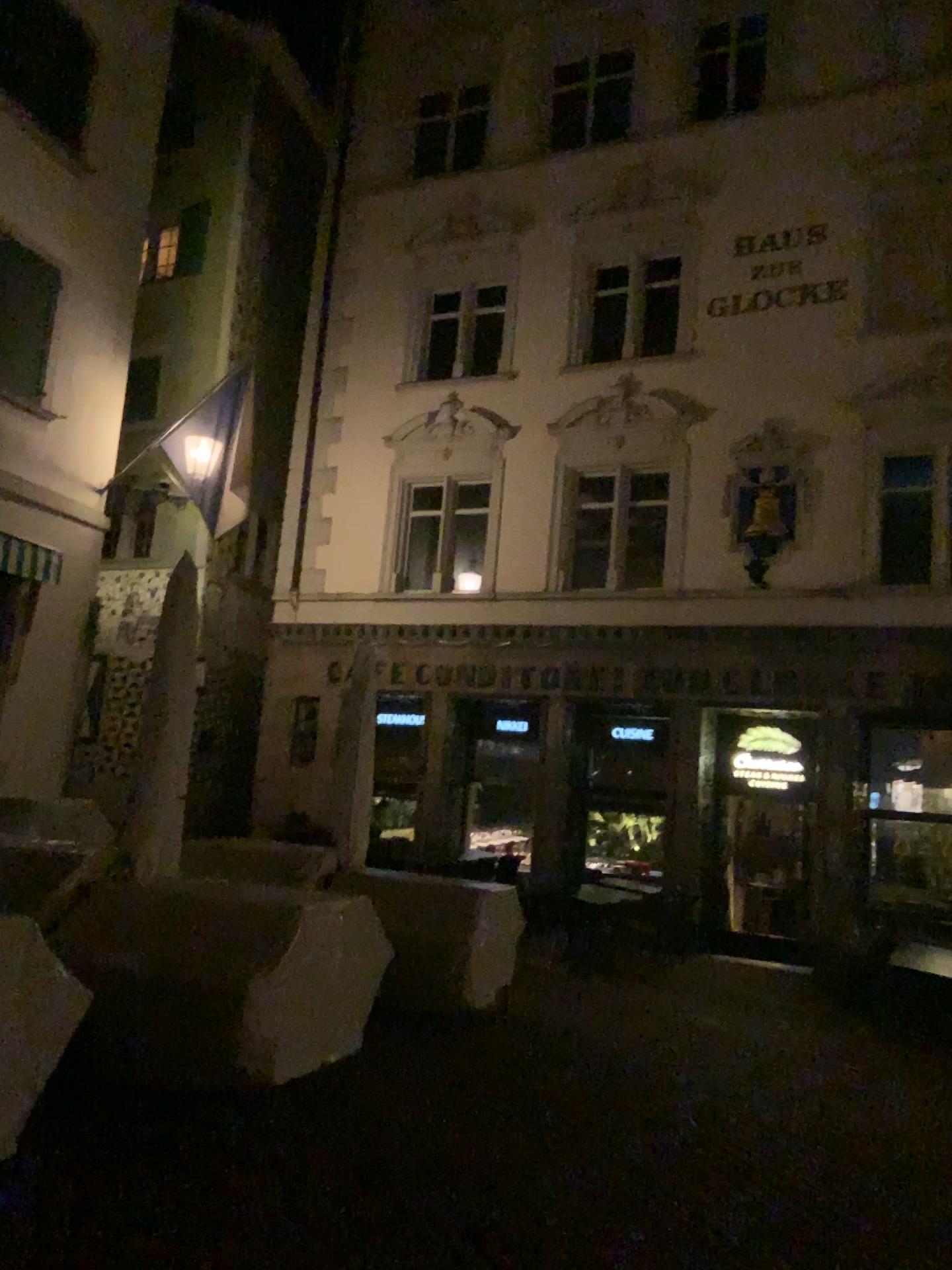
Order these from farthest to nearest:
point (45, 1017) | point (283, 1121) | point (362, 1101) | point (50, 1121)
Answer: point (362, 1101) < point (283, 1121) < point (50, 1121) < point (45, 1017)
